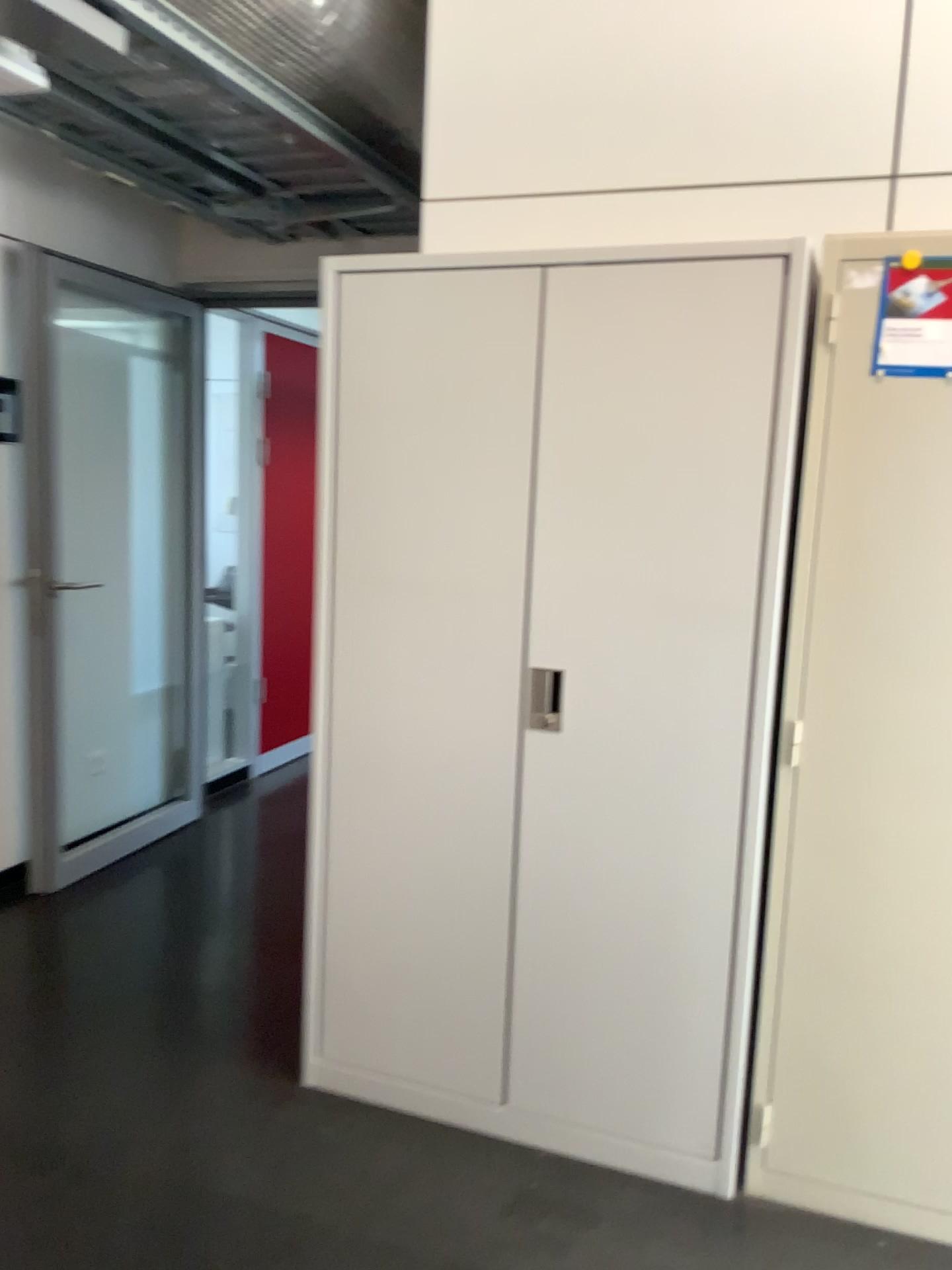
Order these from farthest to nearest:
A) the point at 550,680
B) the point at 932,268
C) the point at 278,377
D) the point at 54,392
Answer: the point at 278,377, the point at 54,392, the point at 550,680, the point at 932,268

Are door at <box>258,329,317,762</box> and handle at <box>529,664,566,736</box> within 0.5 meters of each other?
no

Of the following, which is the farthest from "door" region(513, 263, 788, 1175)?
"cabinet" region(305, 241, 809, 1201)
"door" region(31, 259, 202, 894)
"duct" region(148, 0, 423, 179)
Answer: "door" region(31, 259, 202, 894)

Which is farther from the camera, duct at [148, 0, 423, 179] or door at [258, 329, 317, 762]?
door at [258, 329, 317, 762]

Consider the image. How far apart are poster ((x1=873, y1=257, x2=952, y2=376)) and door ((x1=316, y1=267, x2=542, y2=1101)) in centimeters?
66cm

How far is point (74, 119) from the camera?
2.7 meters

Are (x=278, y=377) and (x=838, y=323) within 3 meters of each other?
no

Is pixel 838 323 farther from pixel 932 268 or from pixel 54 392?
pixel 54 392

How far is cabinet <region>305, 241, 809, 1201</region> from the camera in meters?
2.0 m

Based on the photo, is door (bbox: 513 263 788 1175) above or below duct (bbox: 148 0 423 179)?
below
